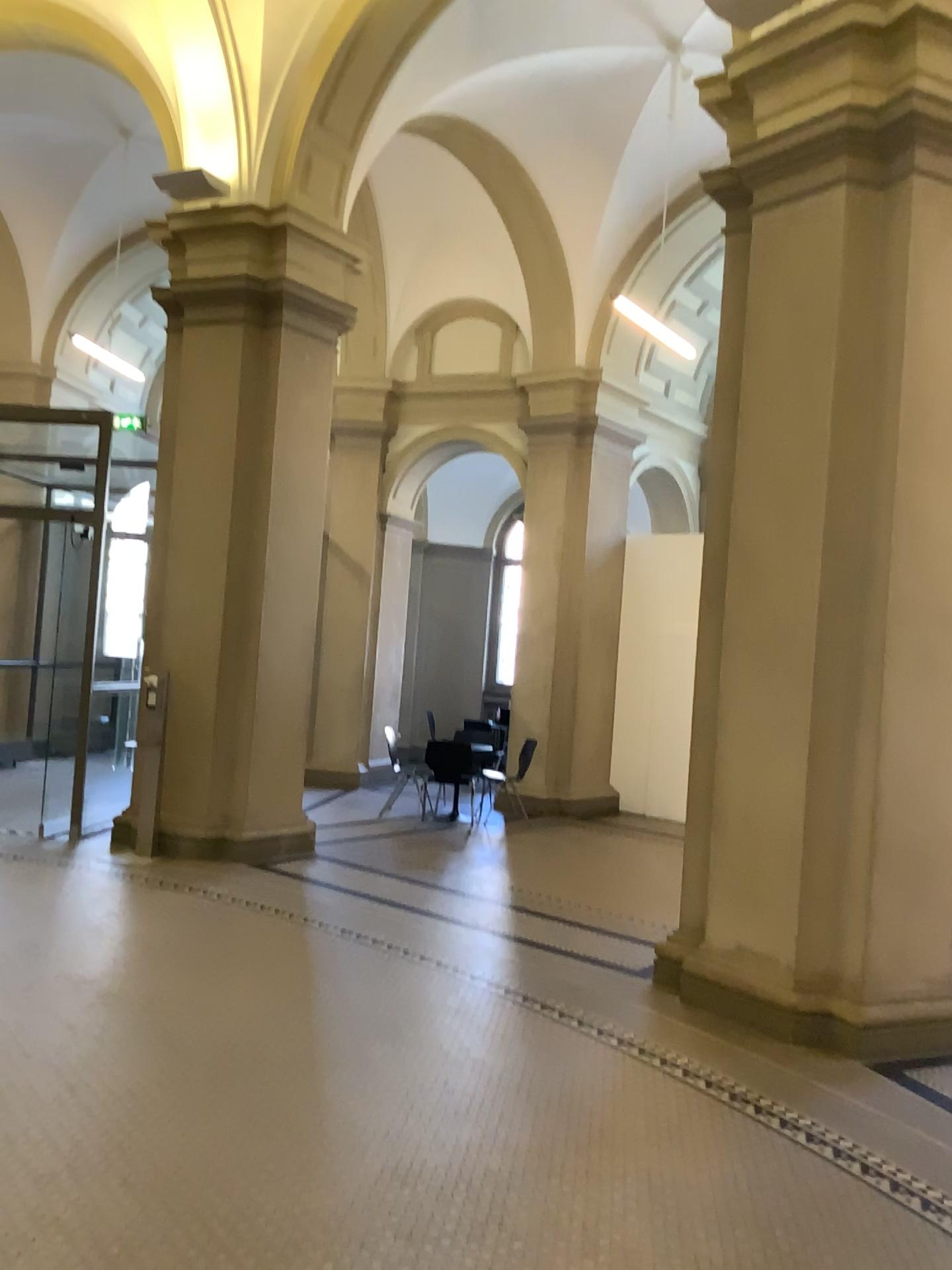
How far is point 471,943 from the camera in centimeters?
566cm
